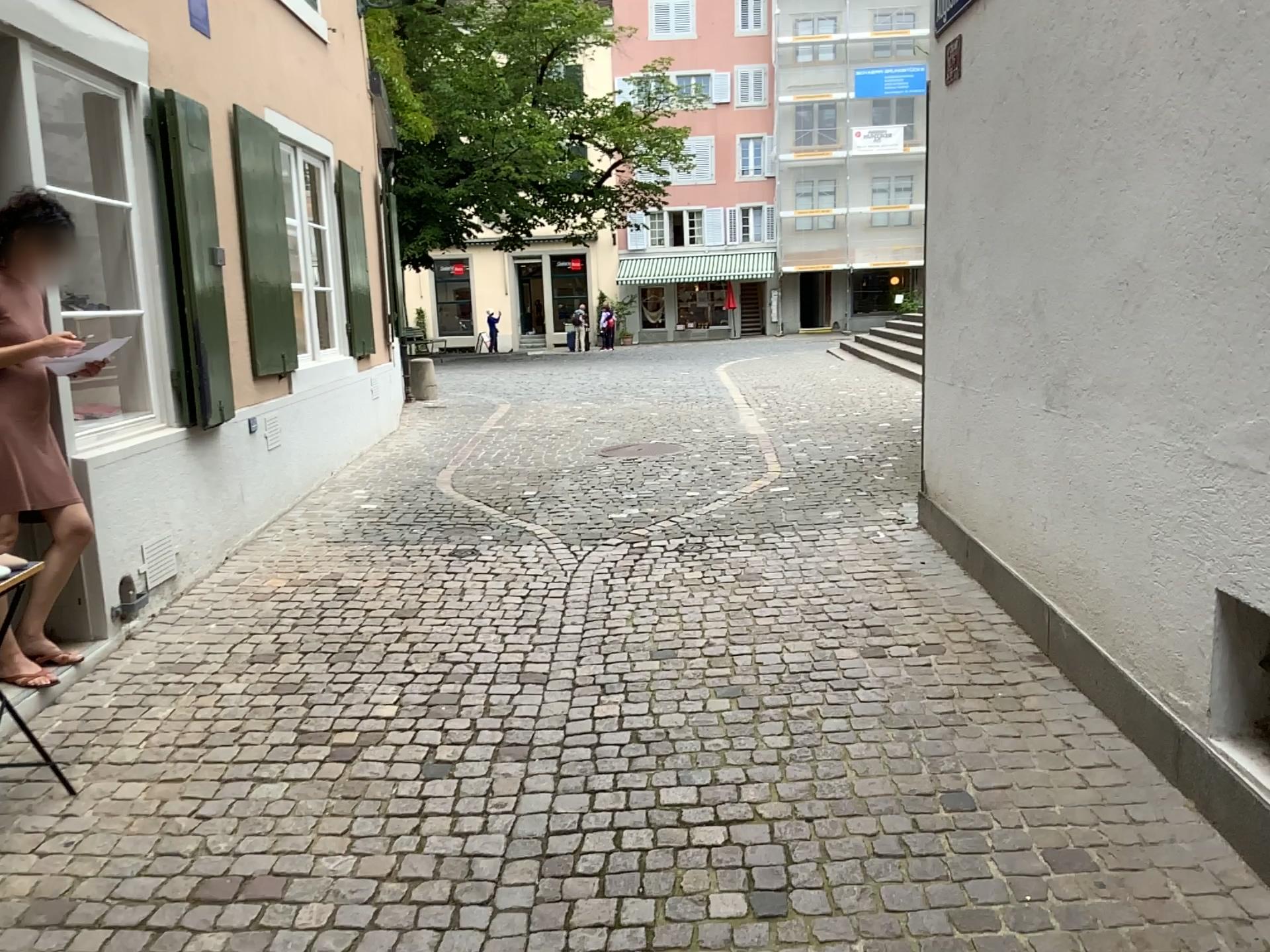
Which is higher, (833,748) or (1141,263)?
(1141,263)
